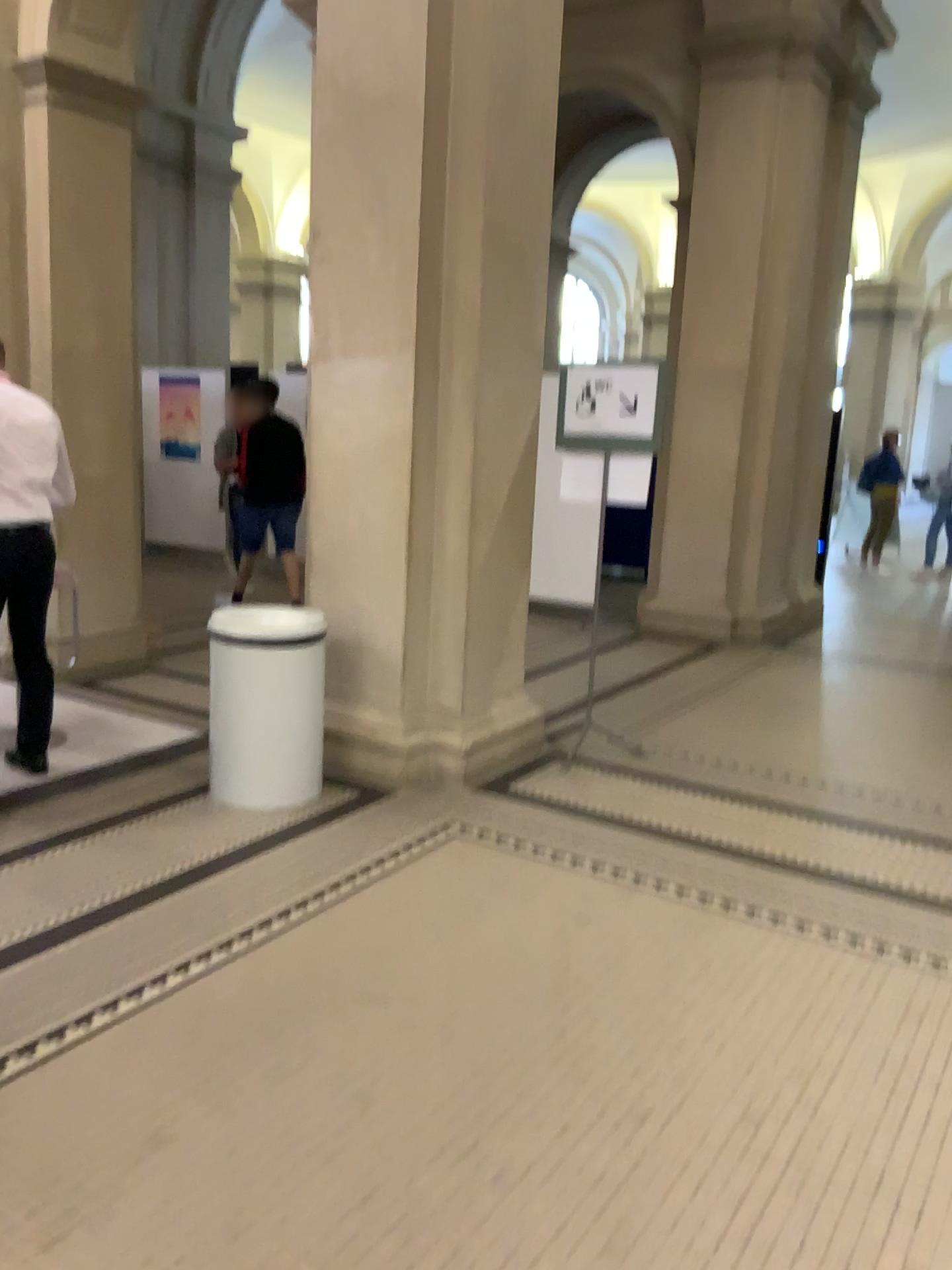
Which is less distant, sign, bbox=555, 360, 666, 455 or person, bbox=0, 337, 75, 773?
person, bbox=0, 337, 75, 773

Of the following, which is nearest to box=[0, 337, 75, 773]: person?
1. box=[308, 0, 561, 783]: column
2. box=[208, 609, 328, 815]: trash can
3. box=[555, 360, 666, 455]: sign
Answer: box=[208, 609, 328, 815]: trash can

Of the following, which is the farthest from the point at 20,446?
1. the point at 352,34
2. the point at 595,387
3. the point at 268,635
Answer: the point at 595,387

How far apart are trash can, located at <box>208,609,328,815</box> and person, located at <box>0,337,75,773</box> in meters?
0.7 m

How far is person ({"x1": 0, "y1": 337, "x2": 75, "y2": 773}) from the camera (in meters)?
3.88

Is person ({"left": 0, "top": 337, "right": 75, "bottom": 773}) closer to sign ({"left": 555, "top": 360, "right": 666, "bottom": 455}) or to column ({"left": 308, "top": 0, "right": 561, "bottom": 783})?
column ({"left": 308, "top": 0, "right": 561, "bottom": 783})

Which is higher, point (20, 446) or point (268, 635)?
point (20, 446)

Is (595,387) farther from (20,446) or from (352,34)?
(20,446)

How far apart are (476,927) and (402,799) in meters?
1.2 m

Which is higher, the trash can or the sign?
the sign
